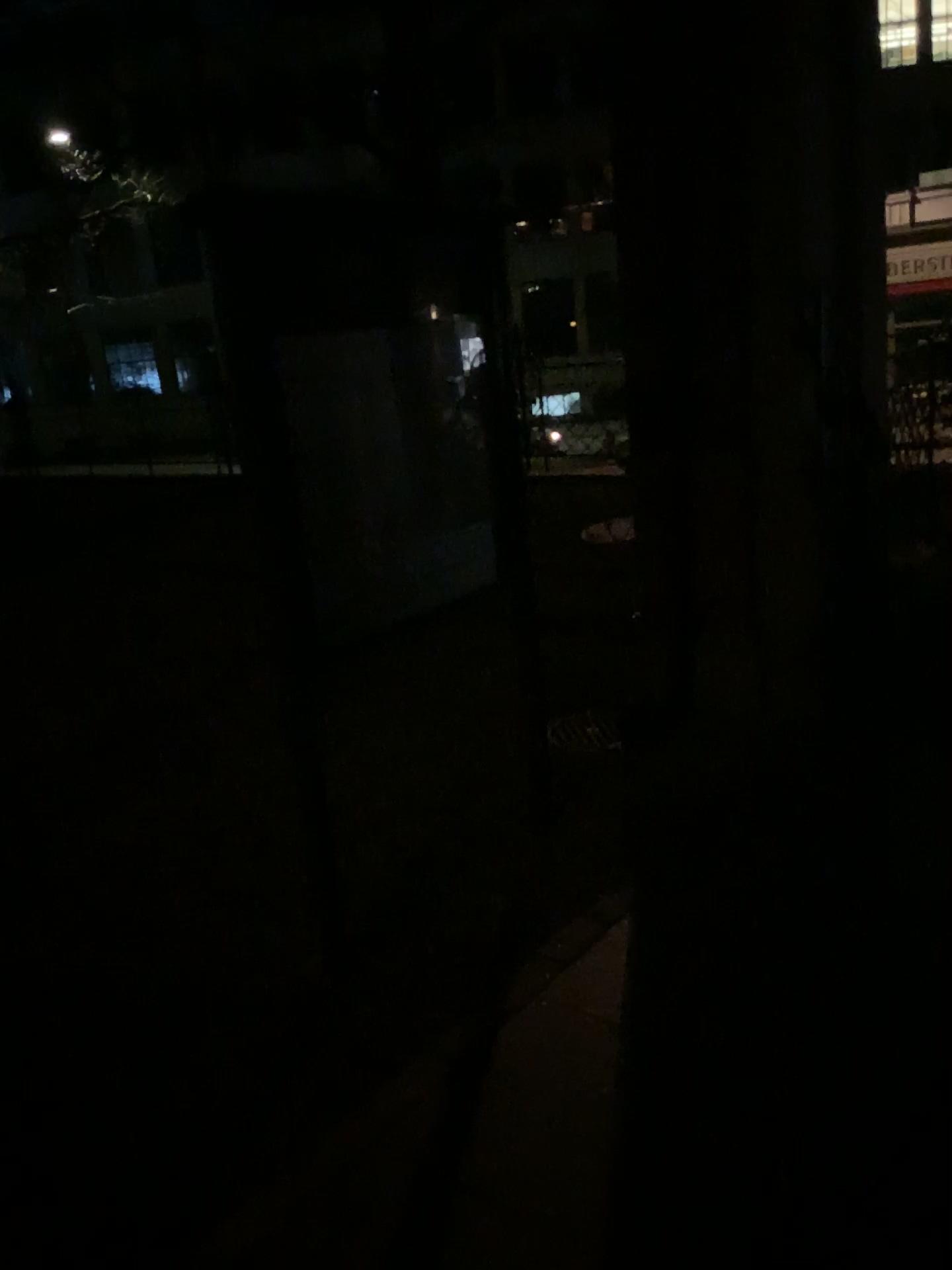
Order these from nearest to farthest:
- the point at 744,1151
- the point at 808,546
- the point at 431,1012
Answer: the point at 744,1151, the point at 431,1012, the point at 808,546
